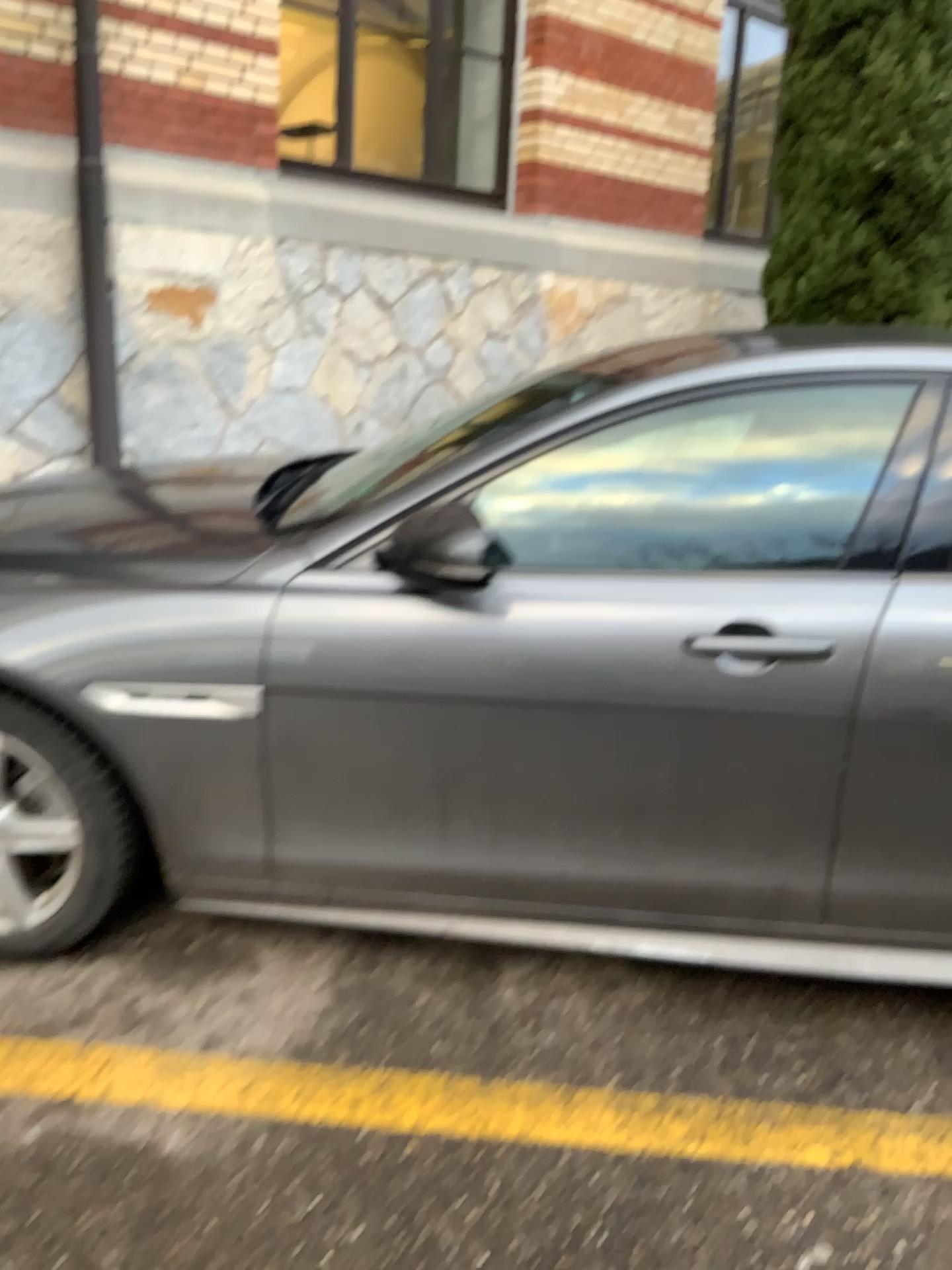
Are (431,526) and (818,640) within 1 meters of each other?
yes

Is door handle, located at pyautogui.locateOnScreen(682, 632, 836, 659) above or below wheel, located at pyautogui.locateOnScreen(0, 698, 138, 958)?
above

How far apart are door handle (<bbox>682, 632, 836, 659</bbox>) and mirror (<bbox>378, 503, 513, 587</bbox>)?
0.4 meters

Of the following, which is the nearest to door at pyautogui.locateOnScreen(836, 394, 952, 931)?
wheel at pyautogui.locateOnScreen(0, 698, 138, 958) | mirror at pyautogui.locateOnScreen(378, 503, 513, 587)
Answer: mirror at pyautogui.locateOnScreen(378, 503, 513, 587)

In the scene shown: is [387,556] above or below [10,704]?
above

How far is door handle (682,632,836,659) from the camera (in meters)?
1.93

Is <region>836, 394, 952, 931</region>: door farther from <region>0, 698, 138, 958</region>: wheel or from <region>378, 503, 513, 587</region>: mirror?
<region>0, 698, 138, 958</region>: wheel

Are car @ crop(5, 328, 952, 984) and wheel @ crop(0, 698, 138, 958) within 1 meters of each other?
yes

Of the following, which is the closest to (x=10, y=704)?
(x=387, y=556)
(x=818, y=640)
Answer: (x=387, y=556)

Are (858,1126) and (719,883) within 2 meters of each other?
yes
